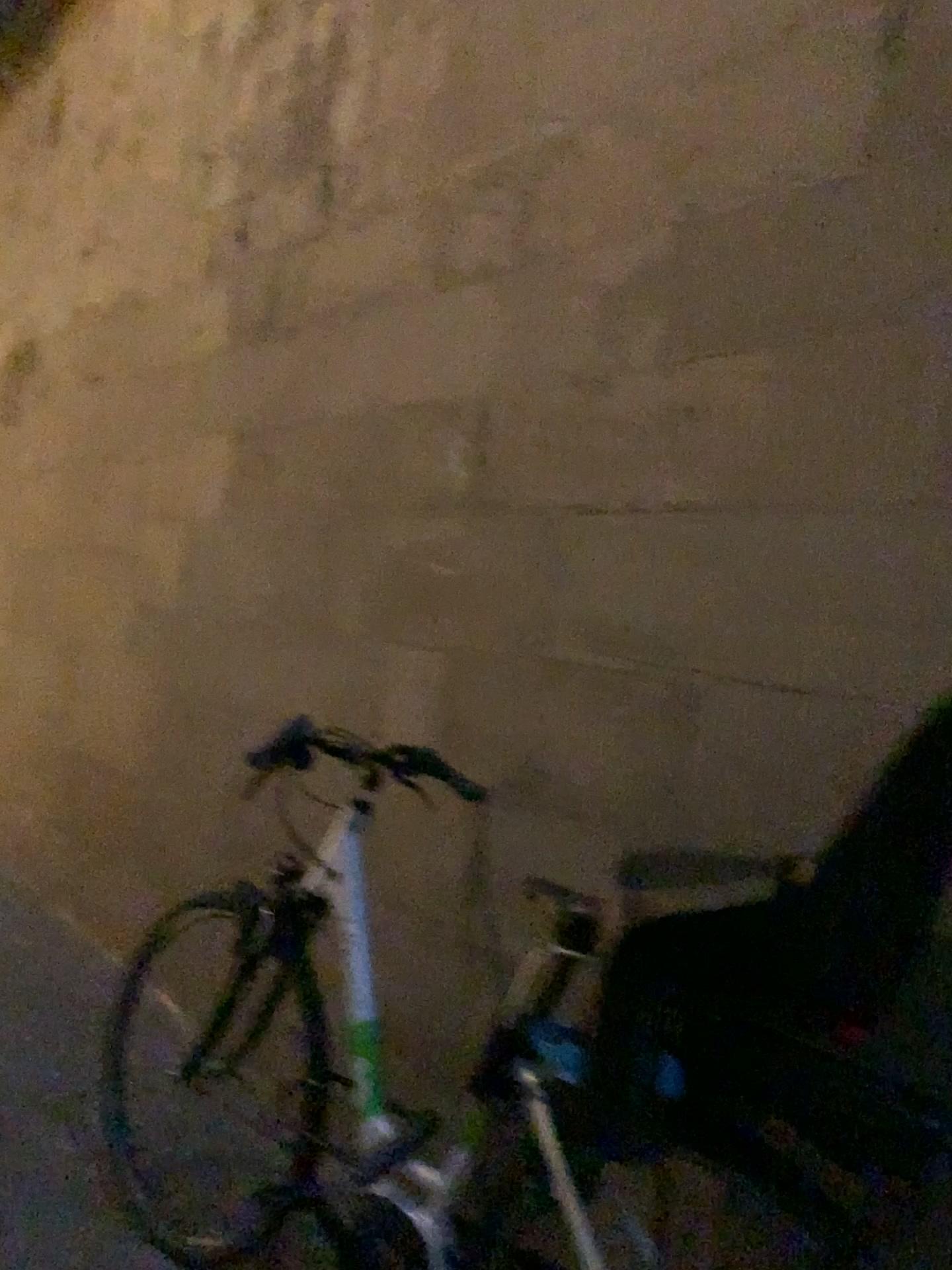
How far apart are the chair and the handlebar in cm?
85

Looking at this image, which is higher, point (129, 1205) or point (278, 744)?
point (278, 744)

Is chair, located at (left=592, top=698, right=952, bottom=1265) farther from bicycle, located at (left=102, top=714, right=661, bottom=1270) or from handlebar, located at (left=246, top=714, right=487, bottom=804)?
handlebar, located at (left=246, top=714, right=487, bottom=804)

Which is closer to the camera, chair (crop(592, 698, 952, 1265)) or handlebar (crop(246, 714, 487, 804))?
chair (crop(592, 698, 952, 1265))

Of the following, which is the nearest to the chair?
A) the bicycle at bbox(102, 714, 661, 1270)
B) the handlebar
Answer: the bicycle at bbox(102, 714, 661, 1270)

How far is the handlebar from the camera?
1.99m

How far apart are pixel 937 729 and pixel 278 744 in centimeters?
118cm

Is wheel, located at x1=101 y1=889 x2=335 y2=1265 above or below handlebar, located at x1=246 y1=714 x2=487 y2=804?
below

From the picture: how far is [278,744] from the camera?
2.0 meters

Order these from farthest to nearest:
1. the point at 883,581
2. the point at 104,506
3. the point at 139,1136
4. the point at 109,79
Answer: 1. the point at 109,79
2. the point at 104,506
3. the point at 139,1136
4. the point at 883,581
